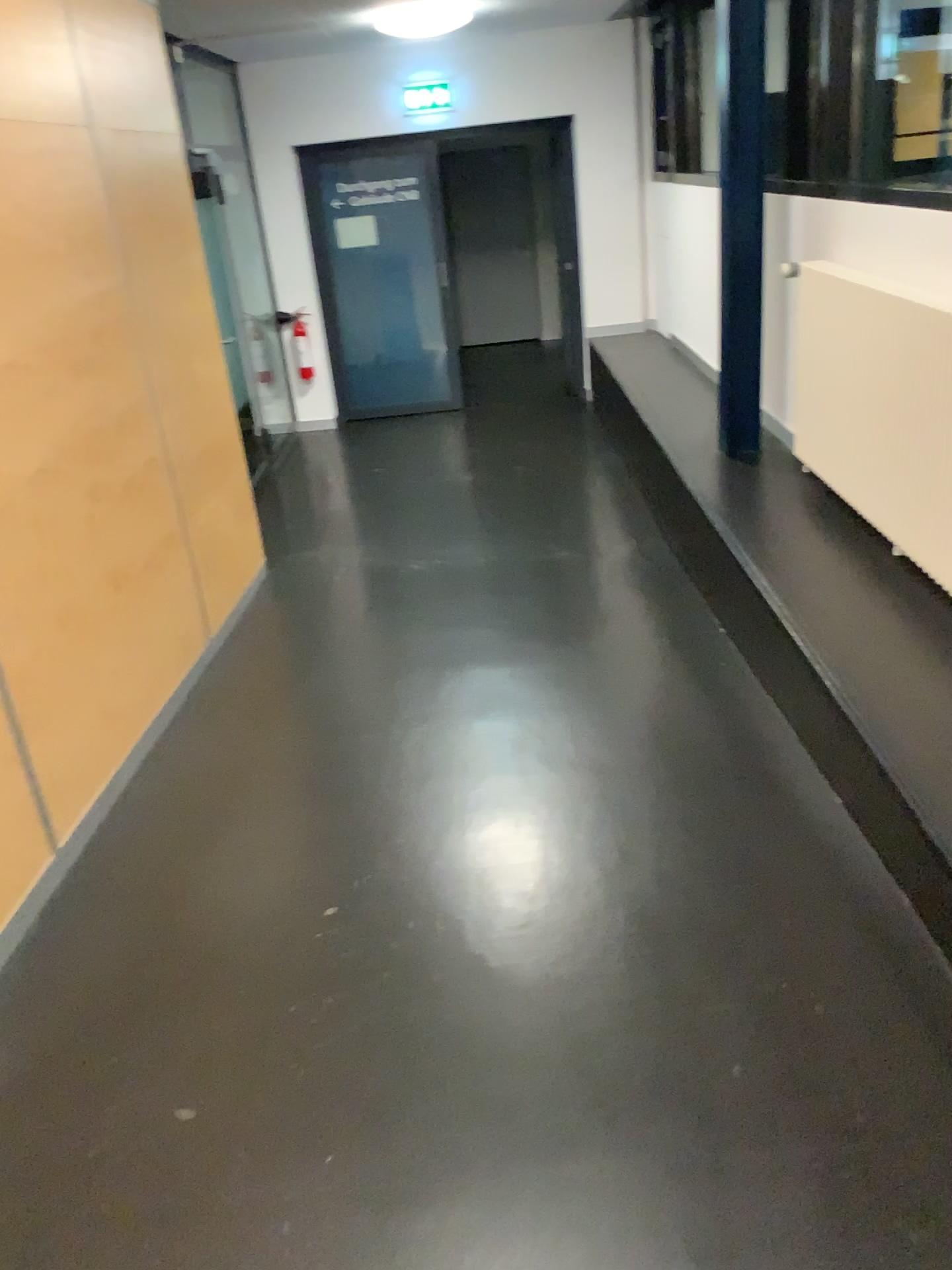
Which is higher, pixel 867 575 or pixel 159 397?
pixel 159 397
